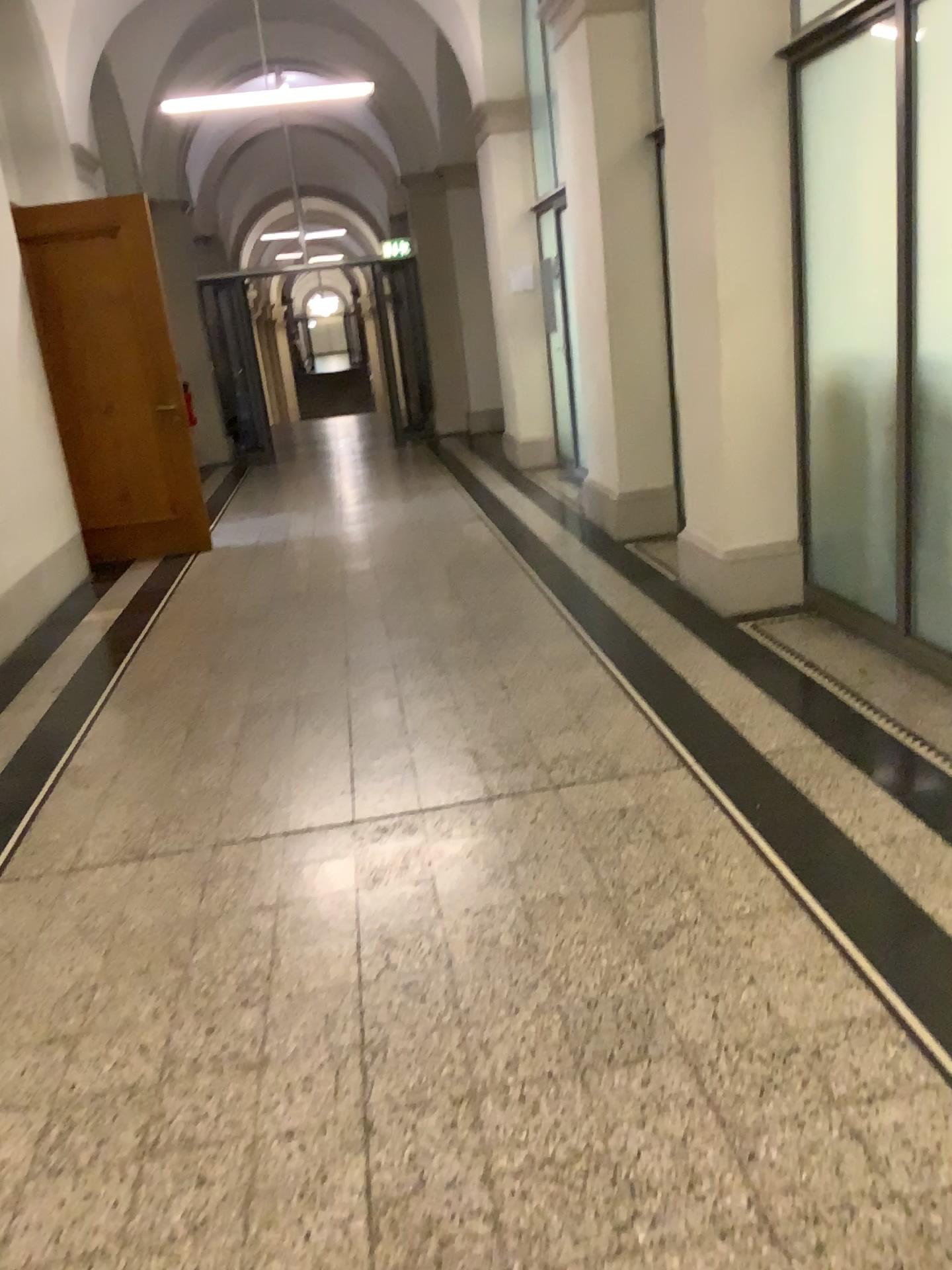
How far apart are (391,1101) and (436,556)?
4.3 meters
